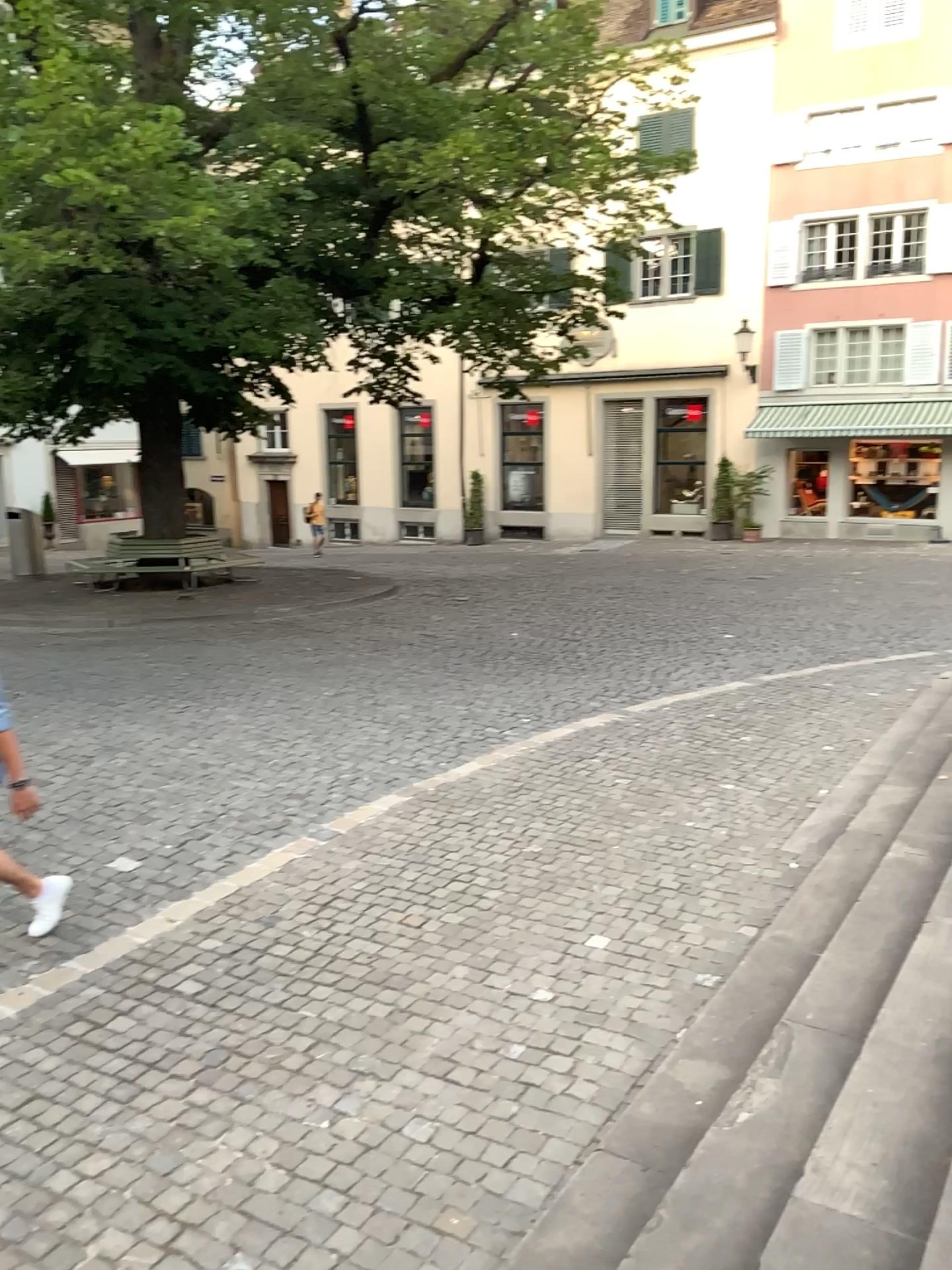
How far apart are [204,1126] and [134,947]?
1.43m
